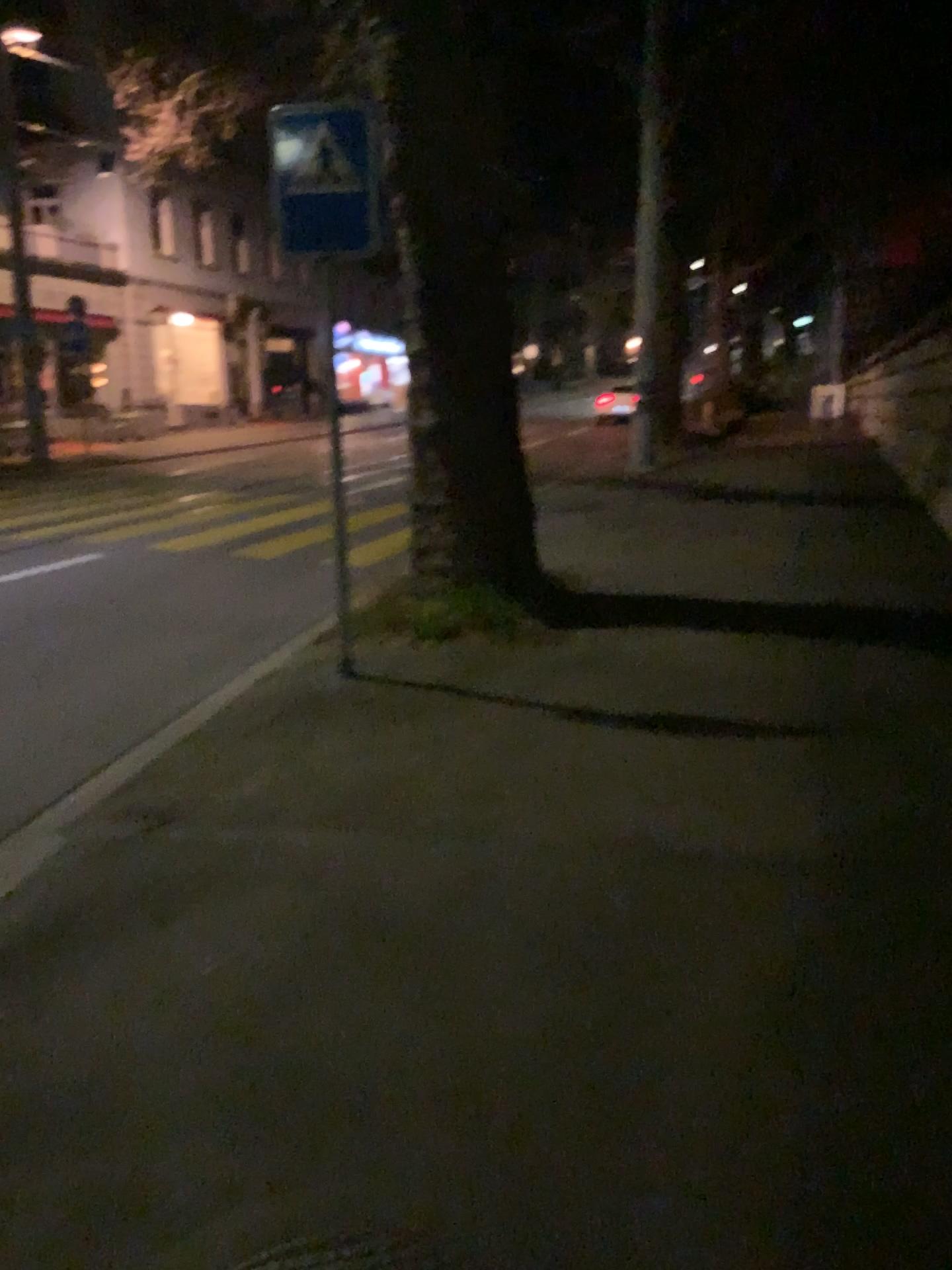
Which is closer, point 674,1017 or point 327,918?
point 674,1017
